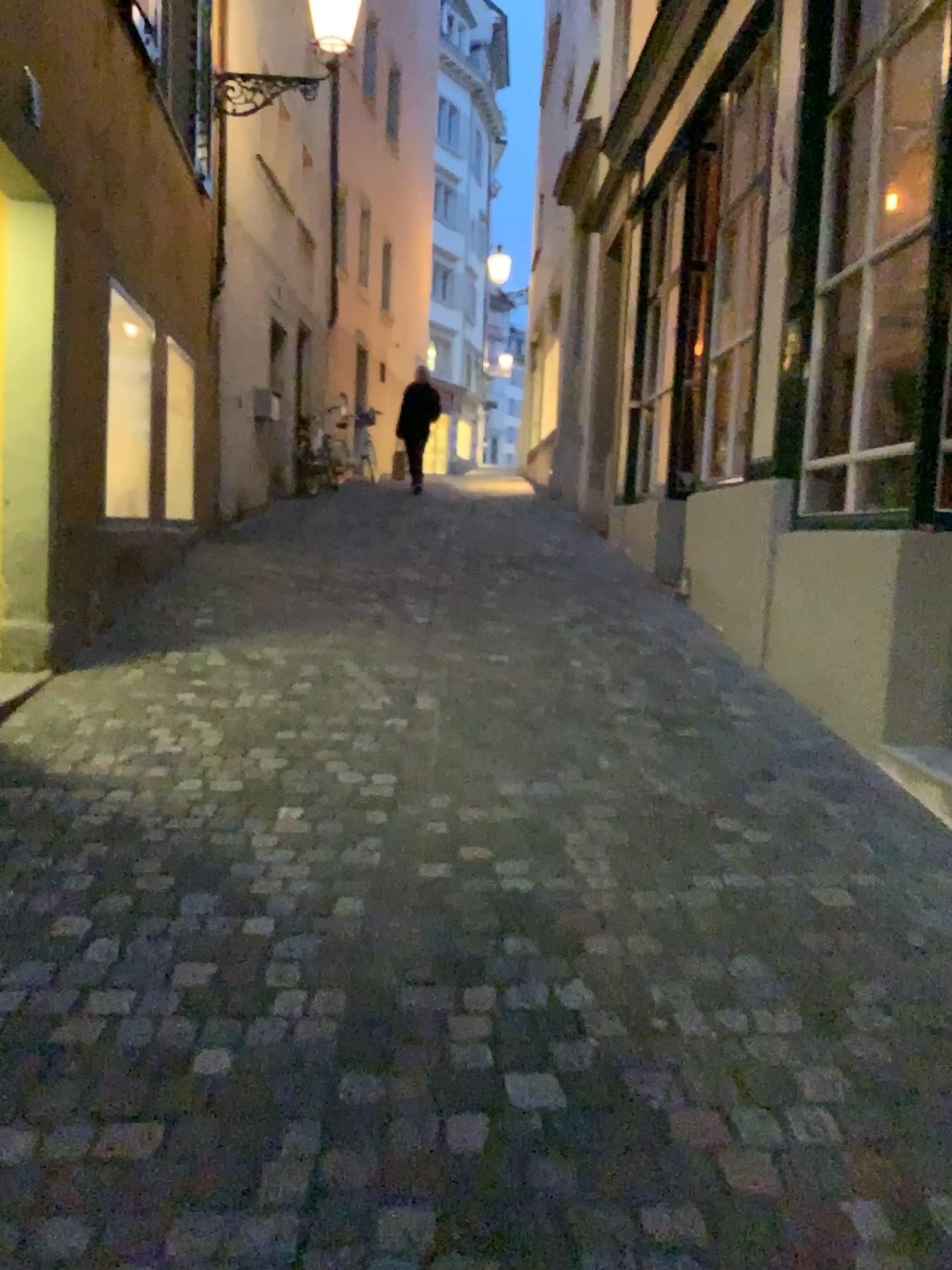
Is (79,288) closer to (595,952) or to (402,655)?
(402,655)
